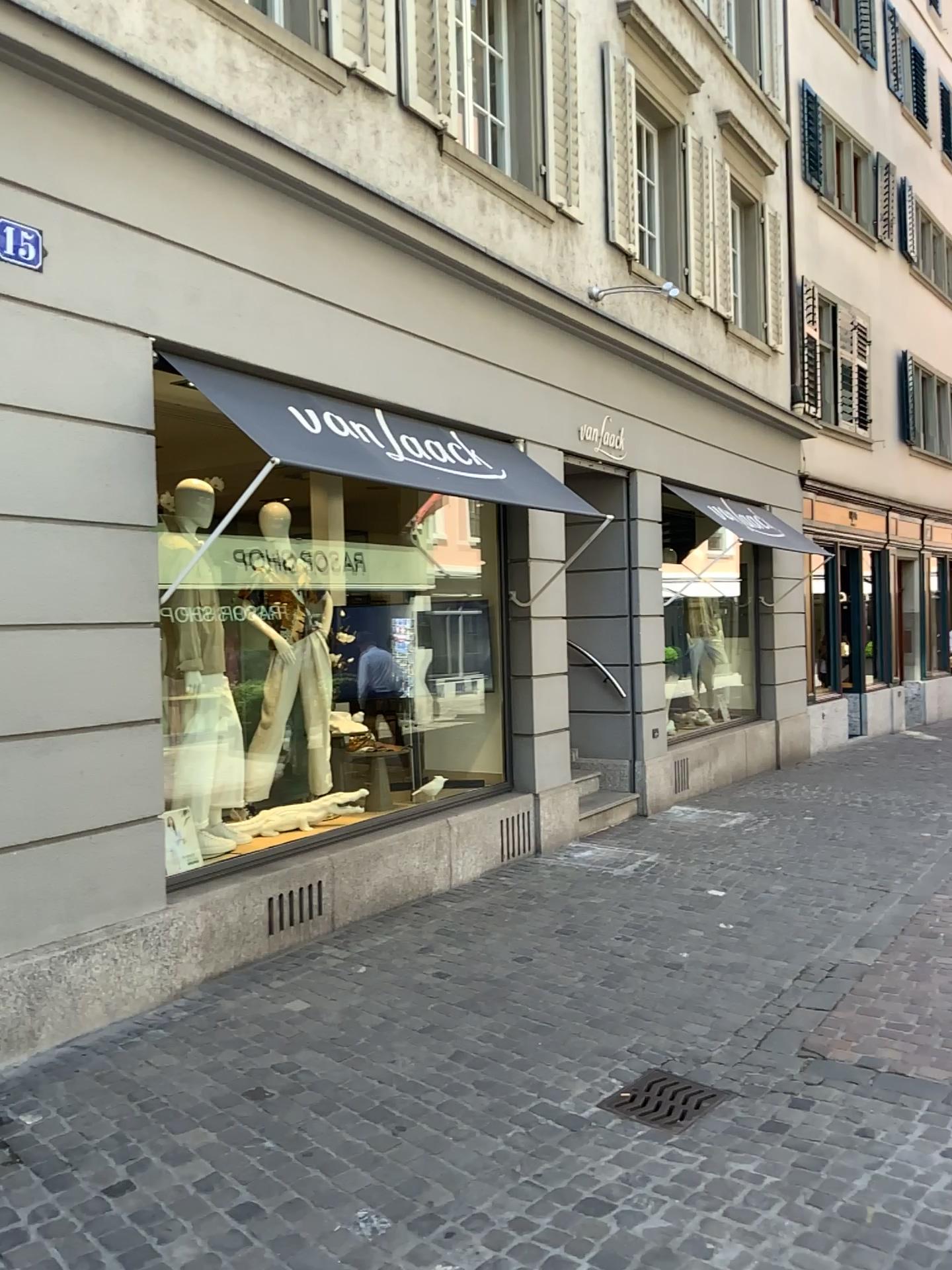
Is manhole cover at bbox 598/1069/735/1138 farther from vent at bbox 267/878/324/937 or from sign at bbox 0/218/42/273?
sign at bbox 0/218/42/273

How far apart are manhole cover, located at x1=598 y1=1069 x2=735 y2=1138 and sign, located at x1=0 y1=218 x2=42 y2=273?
3.7 meters

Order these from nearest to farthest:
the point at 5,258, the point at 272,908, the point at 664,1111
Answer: the point at 664,1111 < the point at 5,258 < the point at 272,908

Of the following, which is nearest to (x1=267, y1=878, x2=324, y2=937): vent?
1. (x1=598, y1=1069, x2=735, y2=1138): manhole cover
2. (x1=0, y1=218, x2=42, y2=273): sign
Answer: (x1=598, y1=1069, x2=735, y2=1138): manhole cover

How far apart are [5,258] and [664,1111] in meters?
3.8 m

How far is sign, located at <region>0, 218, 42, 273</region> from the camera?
3.89m

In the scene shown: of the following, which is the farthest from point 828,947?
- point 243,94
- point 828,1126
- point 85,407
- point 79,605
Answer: point 243,94

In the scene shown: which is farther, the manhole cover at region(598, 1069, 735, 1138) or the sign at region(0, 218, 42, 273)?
the sign at region(0, 218, 42, 273)

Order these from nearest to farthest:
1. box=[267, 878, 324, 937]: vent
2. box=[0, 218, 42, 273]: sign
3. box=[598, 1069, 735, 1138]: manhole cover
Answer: box=[598, 1069, 735, 1138]: manhole cover → box=[0, 218, 42, 273]: sign → box=[267, 878, 324, 937]: vent

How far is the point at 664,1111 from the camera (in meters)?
3.46
